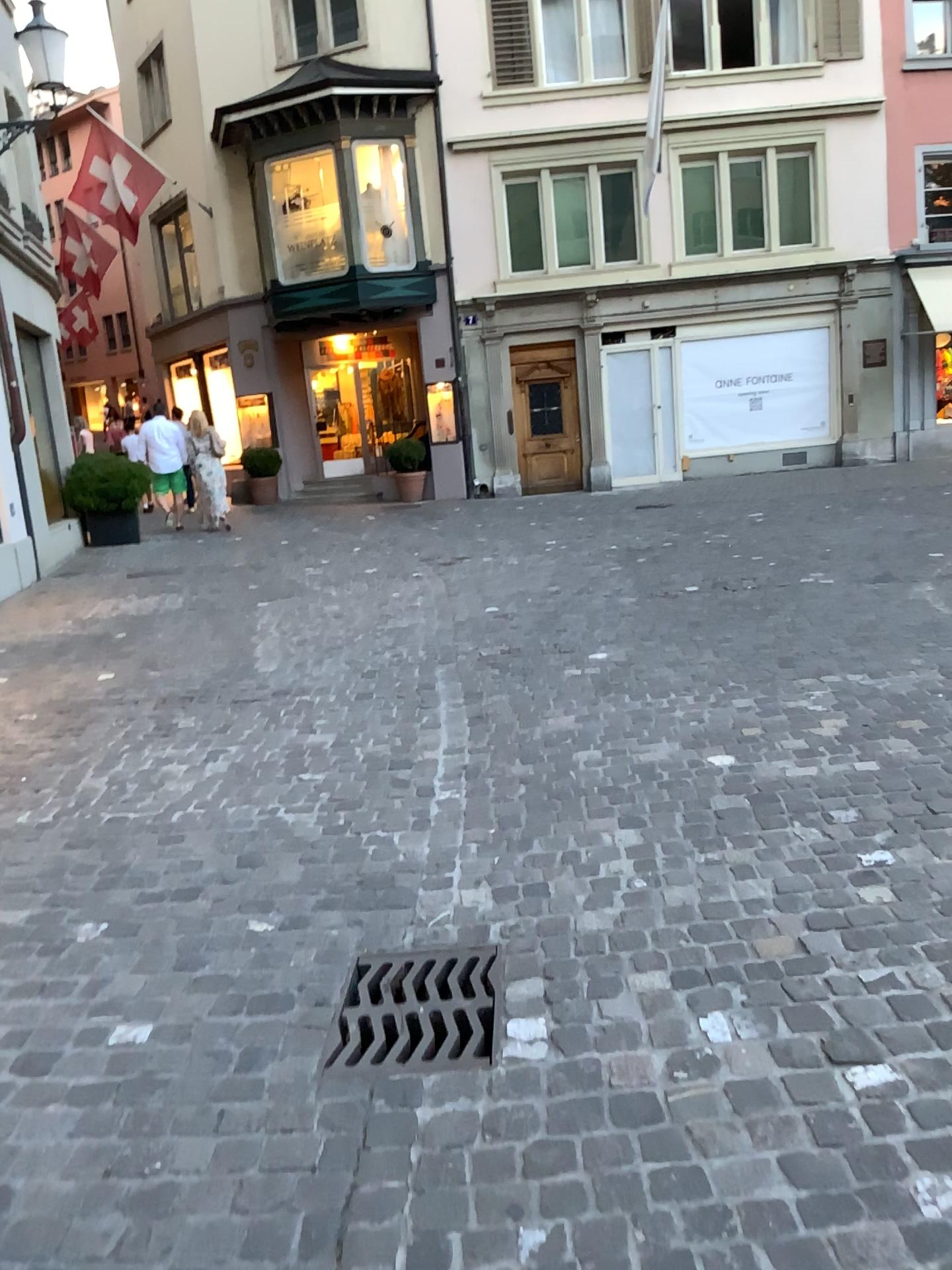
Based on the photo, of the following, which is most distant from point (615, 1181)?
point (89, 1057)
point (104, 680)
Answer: point (104, 680)
